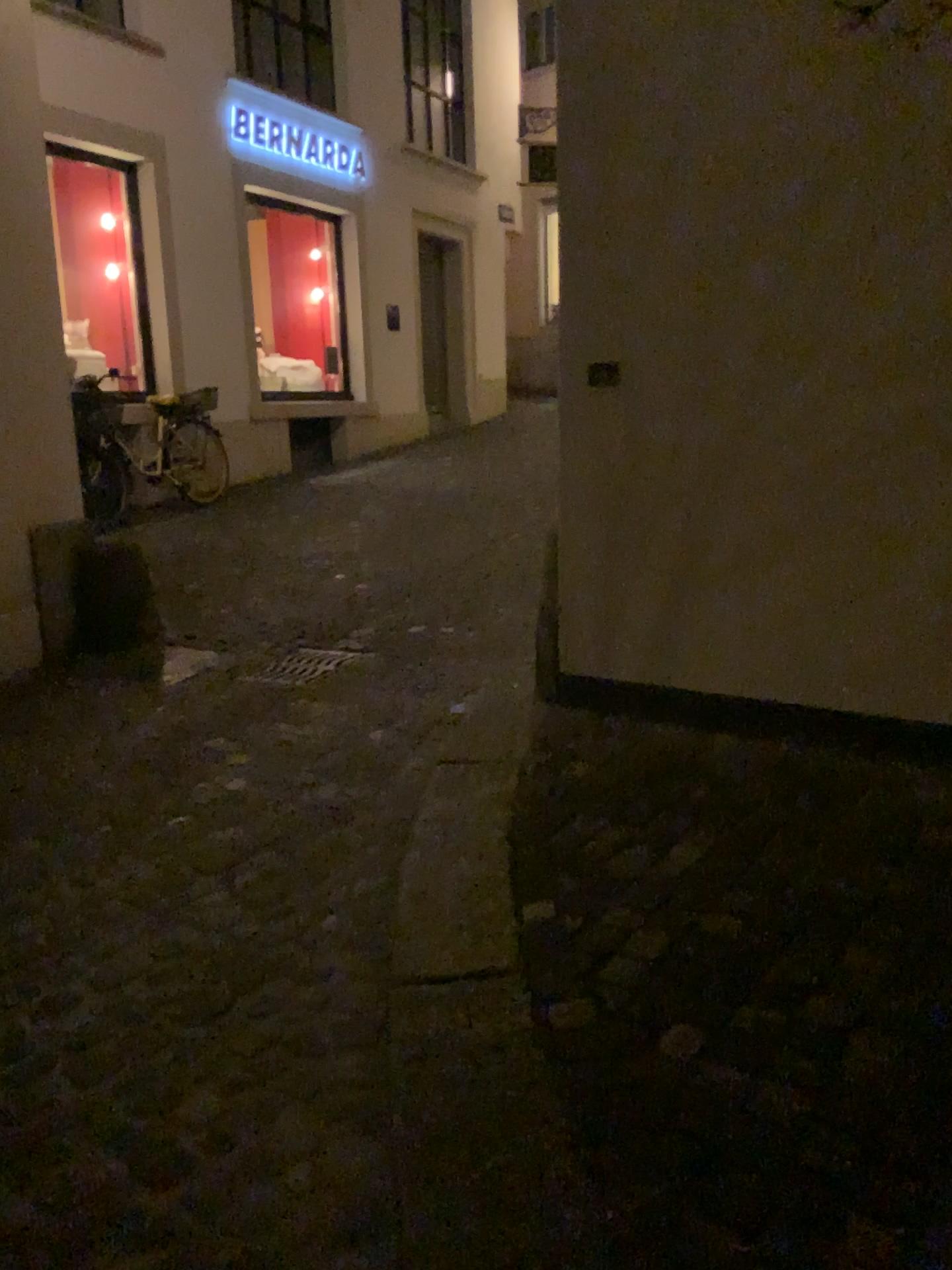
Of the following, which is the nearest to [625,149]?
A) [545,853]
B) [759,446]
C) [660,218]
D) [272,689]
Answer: [660,218]
